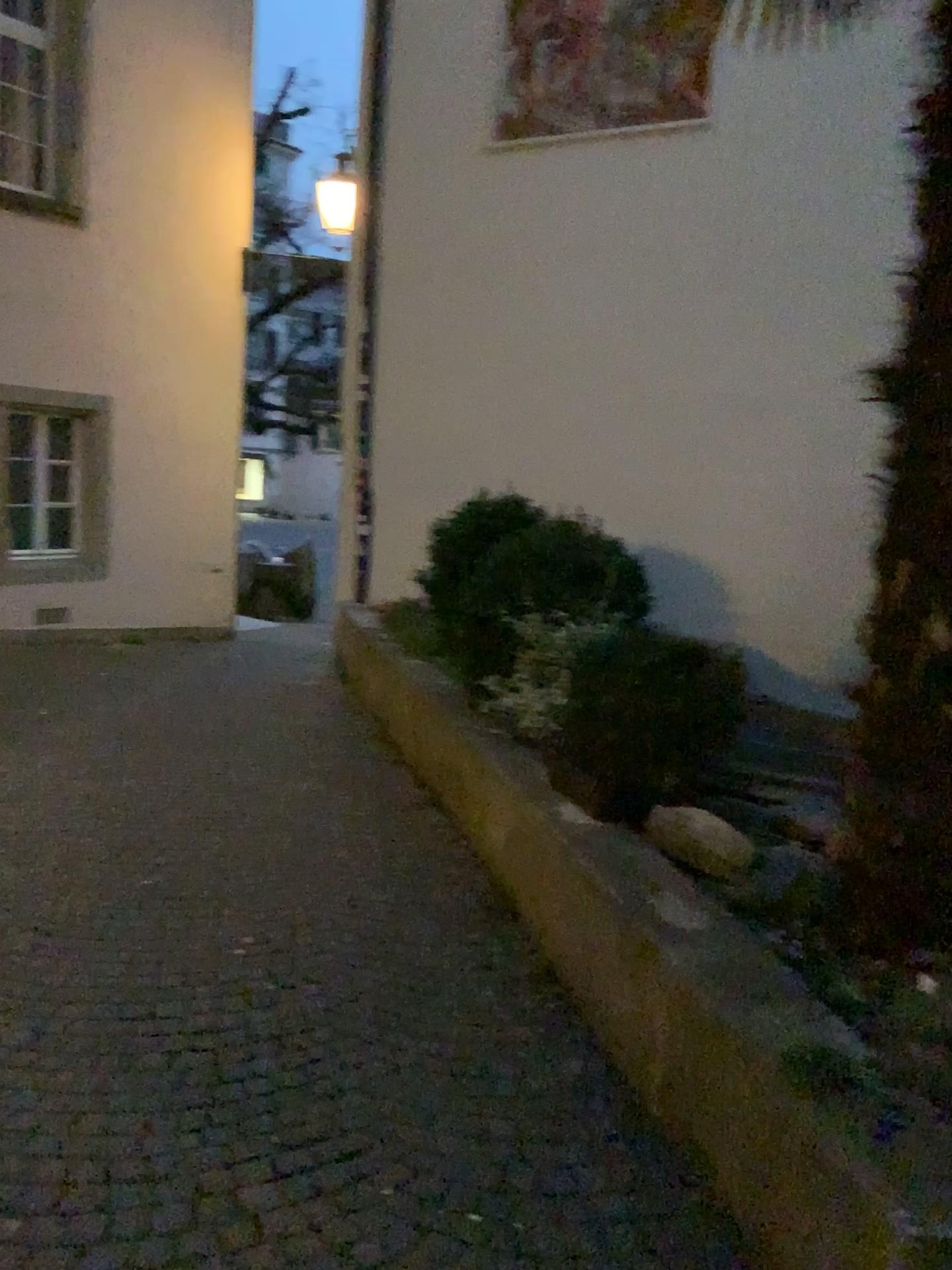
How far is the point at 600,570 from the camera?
4.9 meters

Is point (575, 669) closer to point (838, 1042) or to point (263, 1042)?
point (263, 1042)

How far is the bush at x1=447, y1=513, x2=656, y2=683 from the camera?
4.9m
